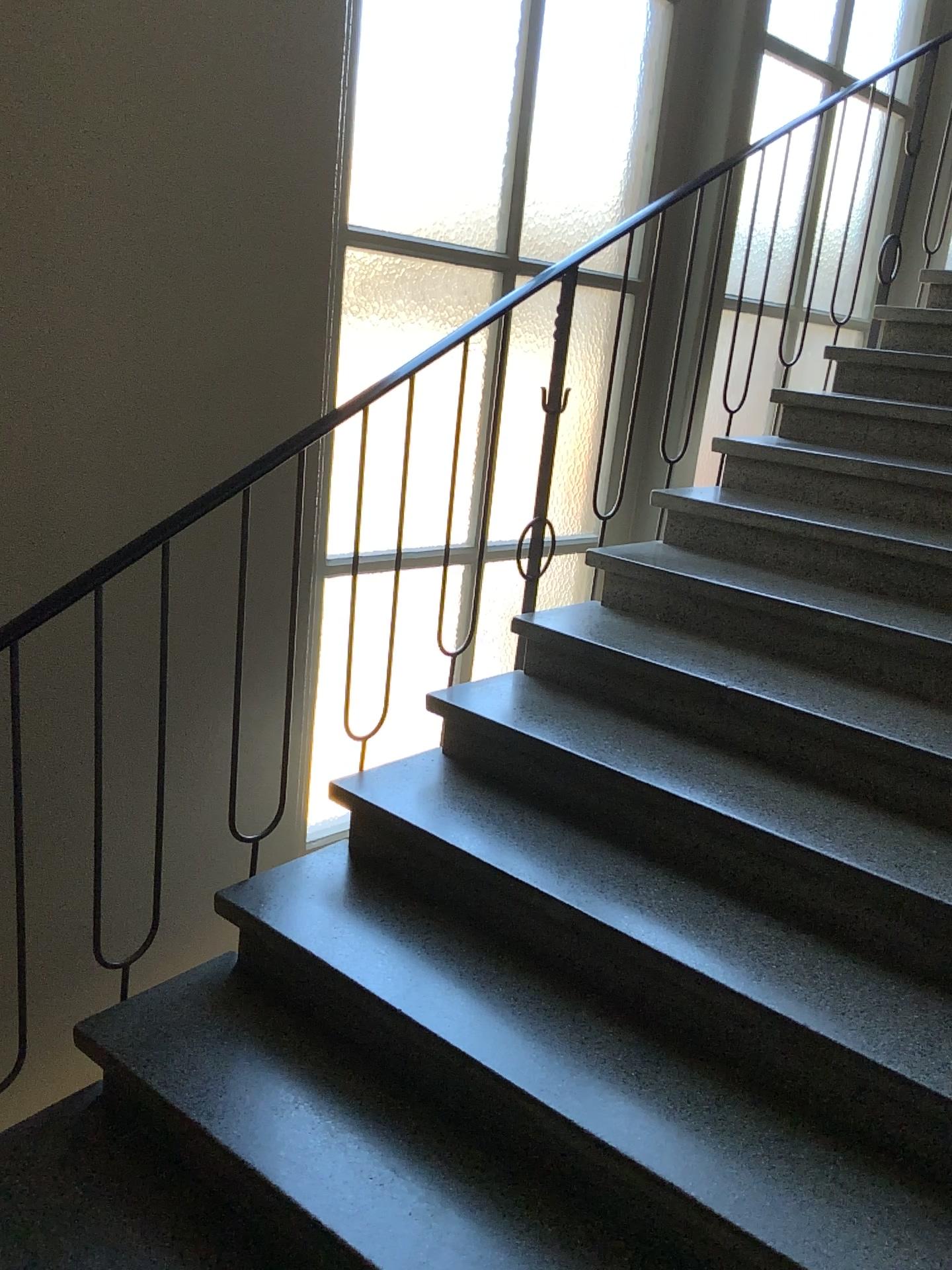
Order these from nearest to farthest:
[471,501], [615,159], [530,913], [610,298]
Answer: [530,913]
[471,501]
[610,298]
[615,159]
